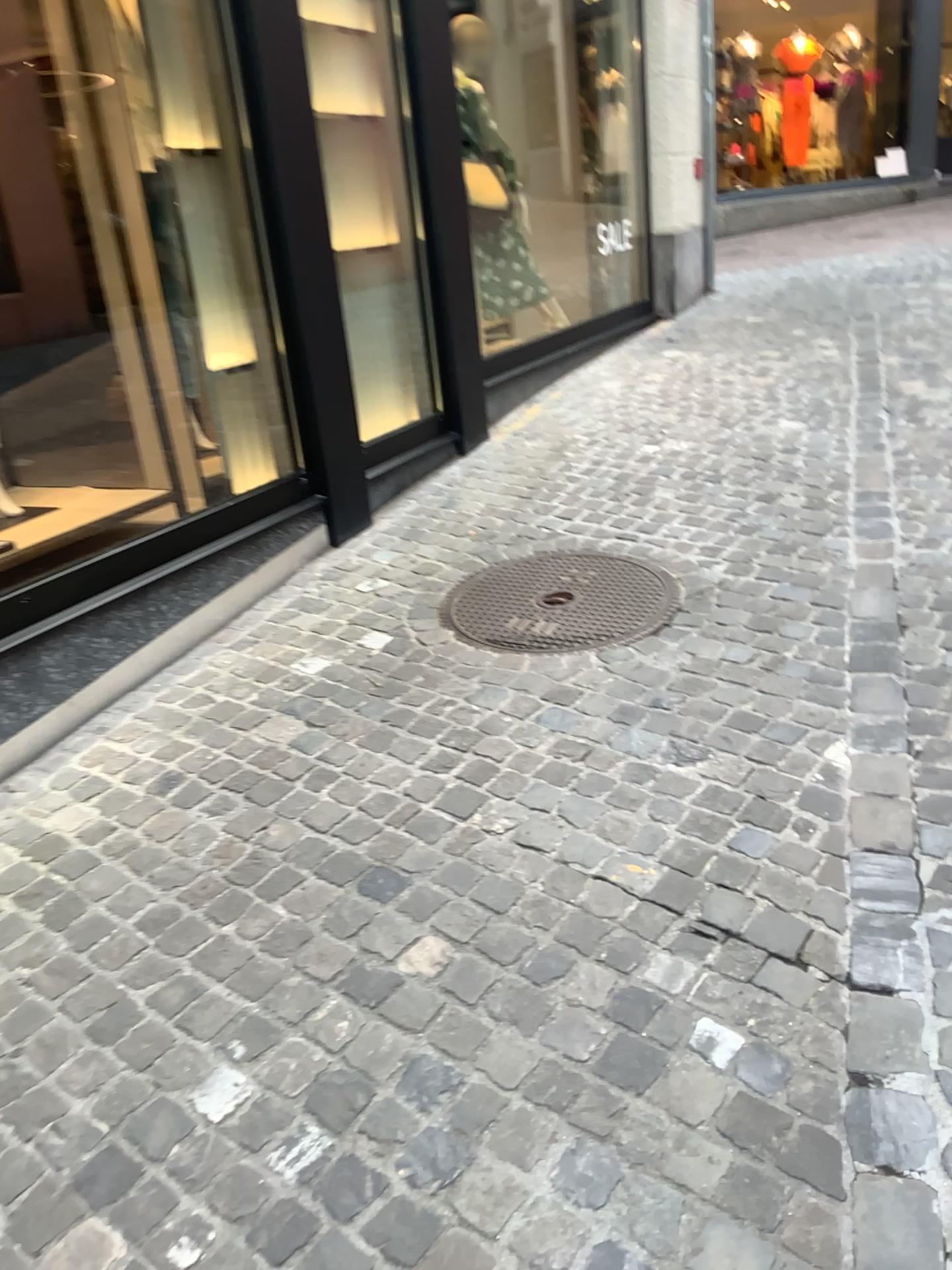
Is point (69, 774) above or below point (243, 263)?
below

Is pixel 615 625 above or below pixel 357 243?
below

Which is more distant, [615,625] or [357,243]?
[357,243]

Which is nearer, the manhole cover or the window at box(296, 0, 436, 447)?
the manhole cover

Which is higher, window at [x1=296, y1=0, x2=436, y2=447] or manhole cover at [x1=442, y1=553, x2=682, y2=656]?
window at [x1=296, y1=0, x2=436, y2=447]
